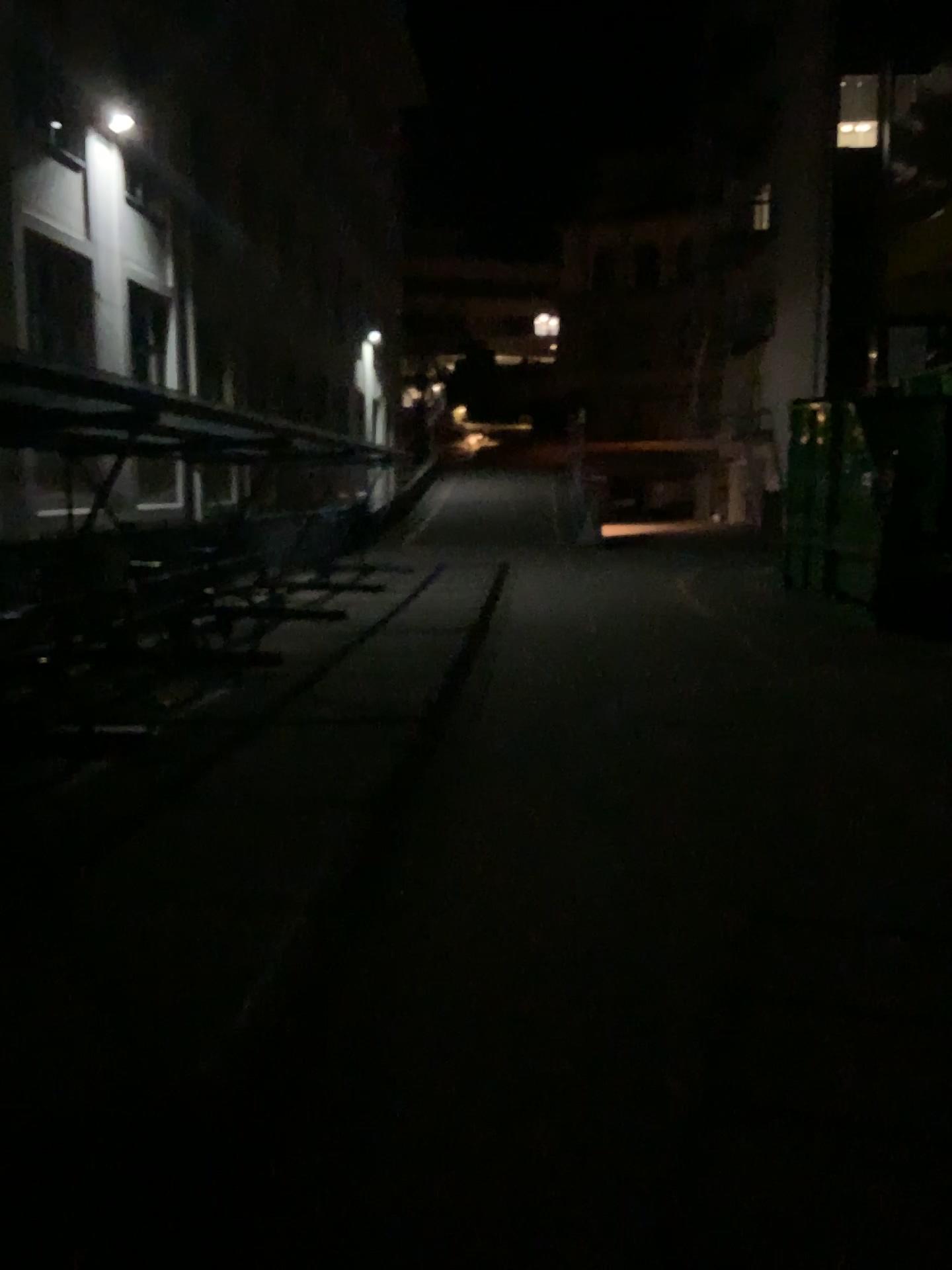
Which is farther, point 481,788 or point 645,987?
point 481,788
